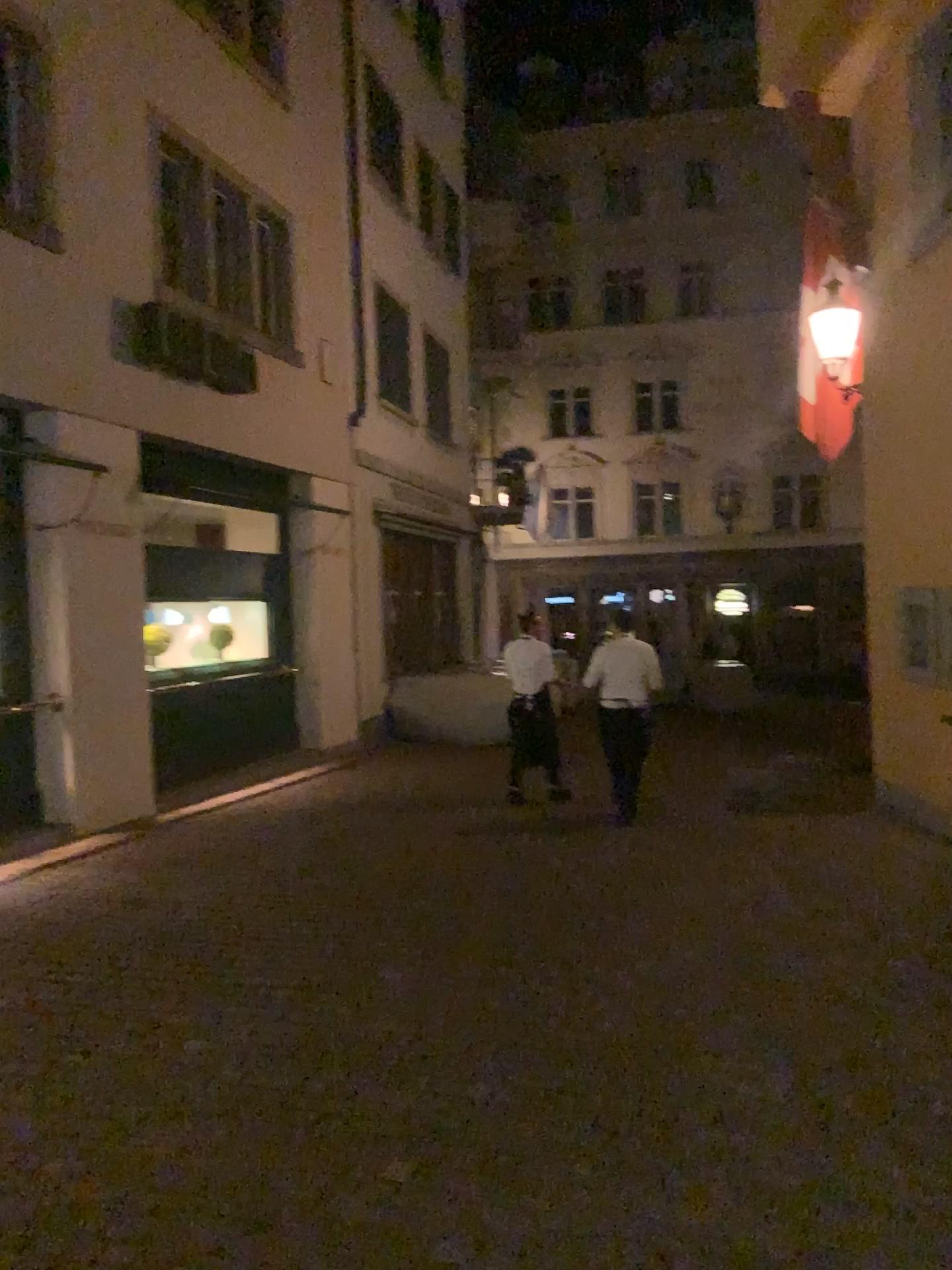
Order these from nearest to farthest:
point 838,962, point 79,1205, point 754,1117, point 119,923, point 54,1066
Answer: point 79,1205, point 754,1117, point 54,1066, point 838,962, point 119,923
